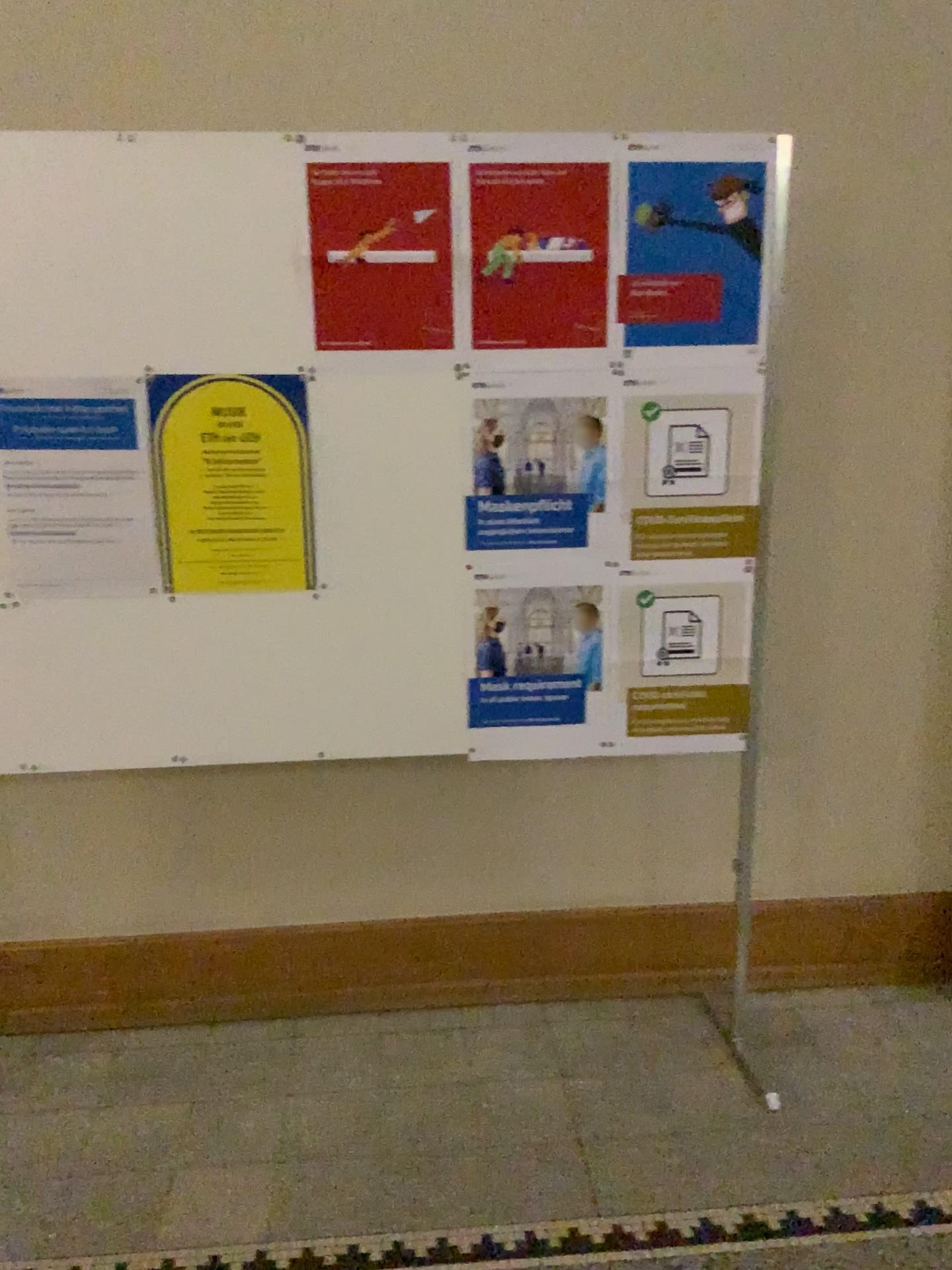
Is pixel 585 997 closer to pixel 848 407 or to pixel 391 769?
pixel 391 769

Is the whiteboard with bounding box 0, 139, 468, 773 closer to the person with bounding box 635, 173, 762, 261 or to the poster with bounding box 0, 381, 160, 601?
the poster with bounding box 0, 381, 160, 601

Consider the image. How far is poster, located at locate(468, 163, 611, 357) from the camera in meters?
1.9 m

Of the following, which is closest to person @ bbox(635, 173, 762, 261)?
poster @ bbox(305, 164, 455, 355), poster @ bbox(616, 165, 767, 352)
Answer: poster @ bbox(616, 165, 767, 352)

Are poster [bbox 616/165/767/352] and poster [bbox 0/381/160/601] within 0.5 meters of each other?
no

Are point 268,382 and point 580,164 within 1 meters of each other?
yes

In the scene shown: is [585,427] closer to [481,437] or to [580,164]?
[481,437]

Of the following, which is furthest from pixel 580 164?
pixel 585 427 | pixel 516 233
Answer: pixel 585 427

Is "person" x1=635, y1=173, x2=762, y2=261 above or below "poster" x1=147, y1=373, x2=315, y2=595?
above

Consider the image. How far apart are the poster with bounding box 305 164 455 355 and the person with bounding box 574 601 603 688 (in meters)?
0.60
